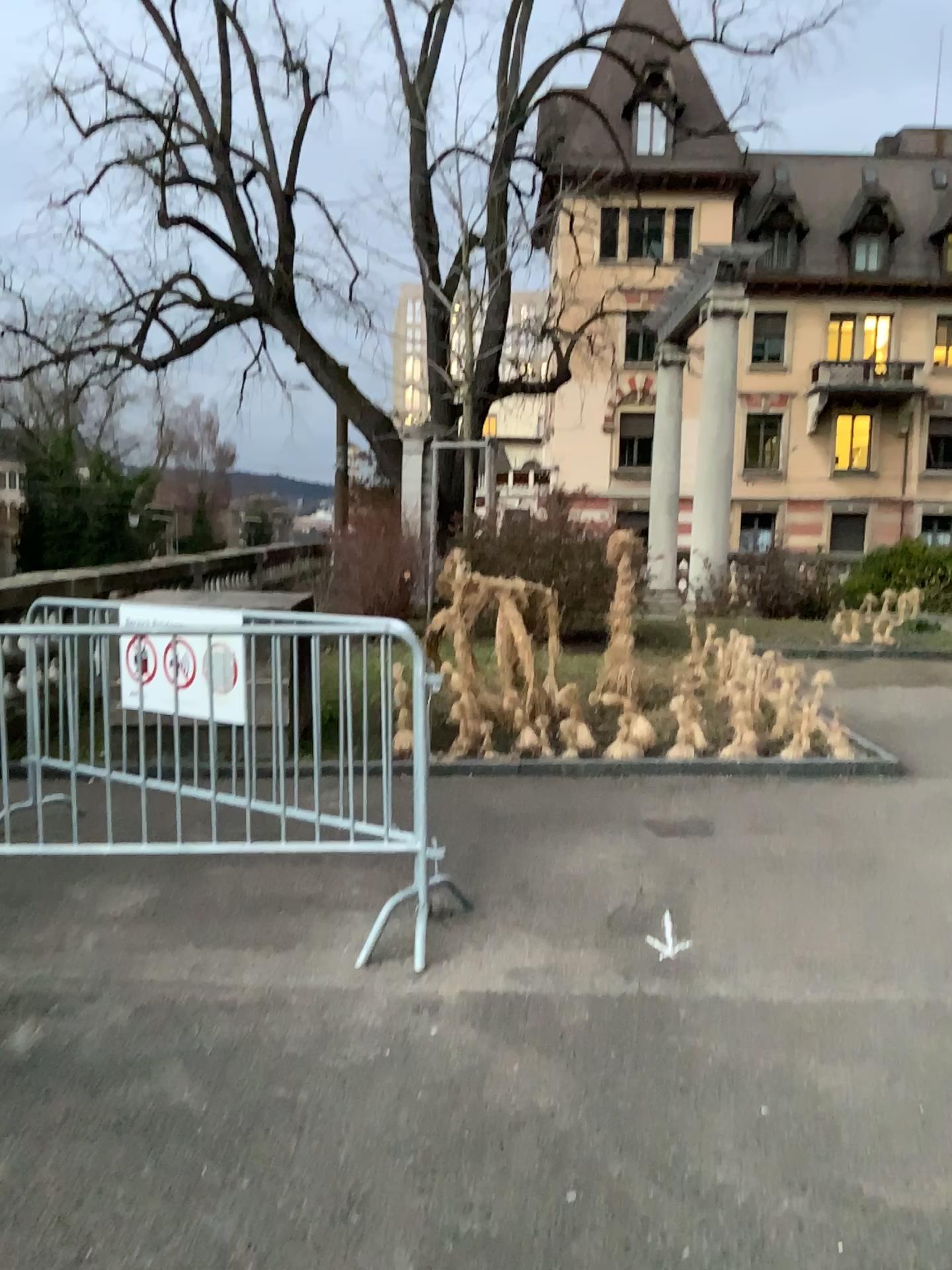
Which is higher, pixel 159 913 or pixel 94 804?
pixel 94 804
